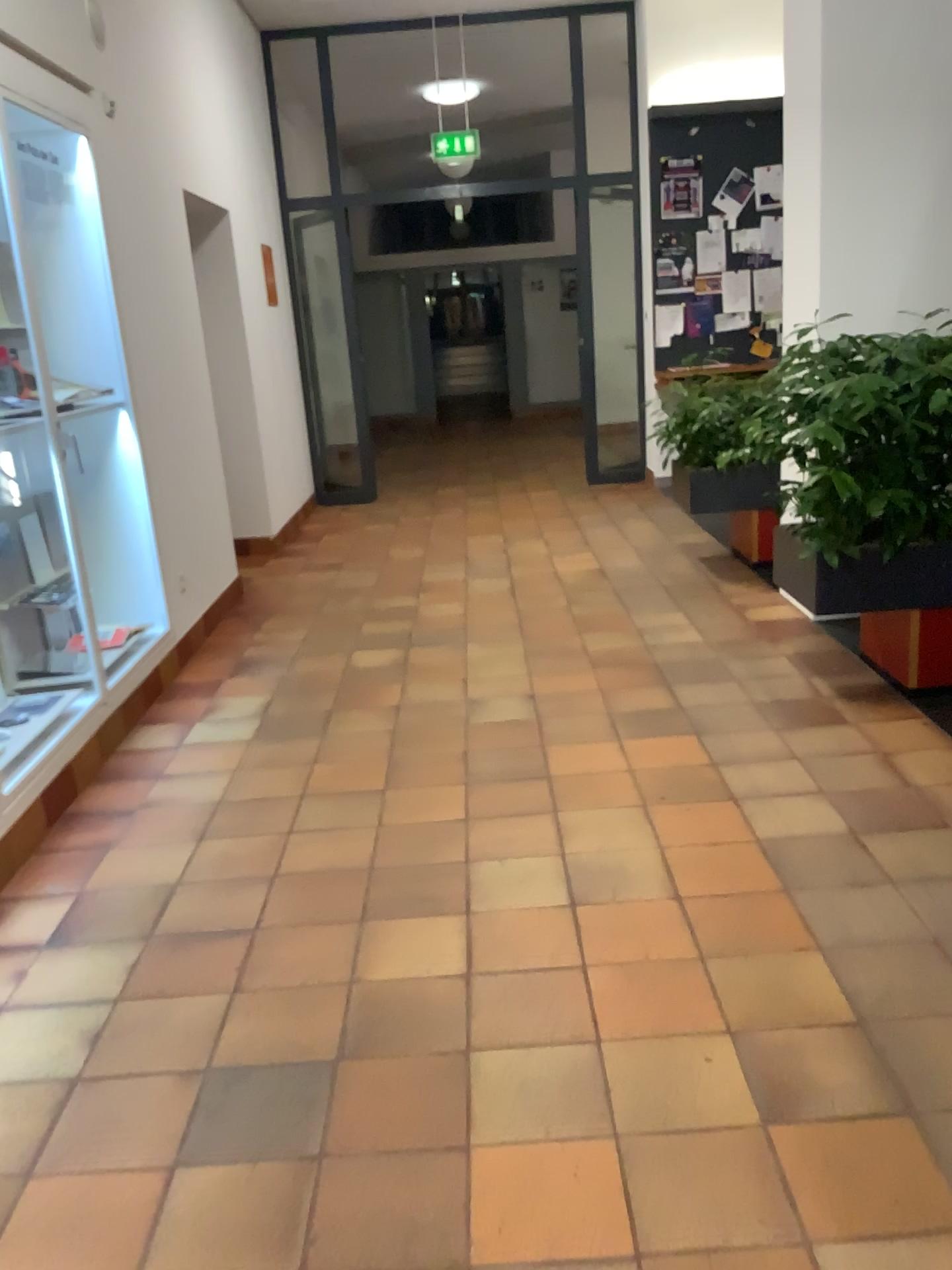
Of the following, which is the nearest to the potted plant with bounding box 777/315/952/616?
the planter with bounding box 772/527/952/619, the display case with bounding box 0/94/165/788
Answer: the planter with bounding box 772/527/952/619

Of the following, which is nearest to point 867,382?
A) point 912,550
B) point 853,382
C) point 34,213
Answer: point 853,382

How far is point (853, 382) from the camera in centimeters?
336cm

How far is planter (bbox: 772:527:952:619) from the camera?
3.5 meters

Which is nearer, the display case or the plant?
the plant

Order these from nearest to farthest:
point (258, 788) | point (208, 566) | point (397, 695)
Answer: point (258, 788) → point (397, 695) → point (208, 566)

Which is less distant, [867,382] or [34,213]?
[867,382]

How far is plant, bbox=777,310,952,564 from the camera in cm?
336

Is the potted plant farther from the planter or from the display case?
the display case
